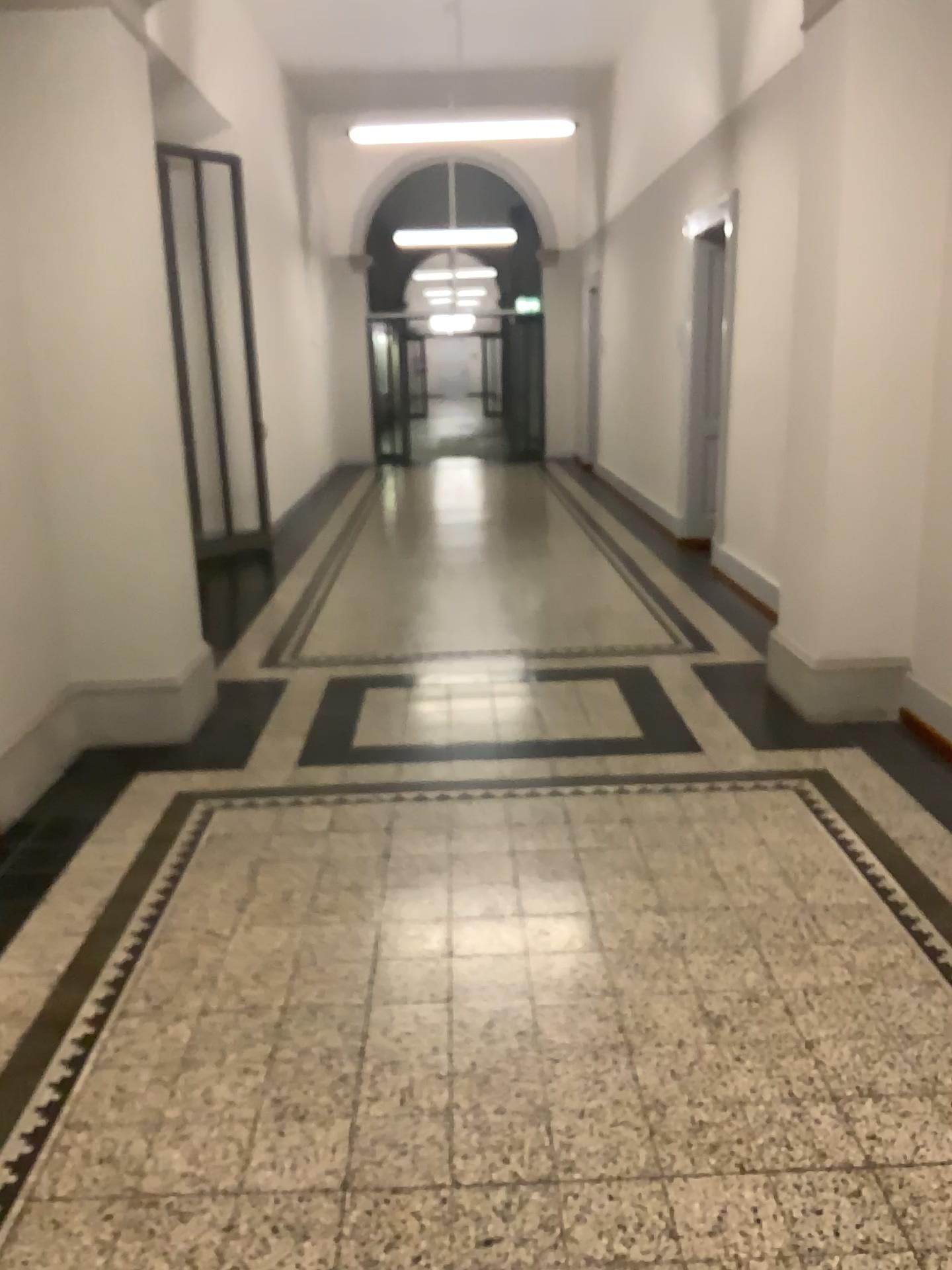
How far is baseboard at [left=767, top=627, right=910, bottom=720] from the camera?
4.4m

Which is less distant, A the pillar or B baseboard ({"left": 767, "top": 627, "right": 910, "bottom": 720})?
A the pillar

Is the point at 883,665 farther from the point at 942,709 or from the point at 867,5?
the point at 867,5

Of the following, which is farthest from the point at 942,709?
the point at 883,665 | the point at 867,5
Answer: the point at 867,5

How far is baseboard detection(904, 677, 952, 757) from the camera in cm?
405

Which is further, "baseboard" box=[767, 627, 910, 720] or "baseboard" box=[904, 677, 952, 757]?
"baseboard" box=[767, 627, 910, 720]

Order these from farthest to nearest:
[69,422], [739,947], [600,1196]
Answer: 1. [69,422]
2. [739,947]
3. [600,1196]

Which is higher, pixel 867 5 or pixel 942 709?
pixel 867 5
